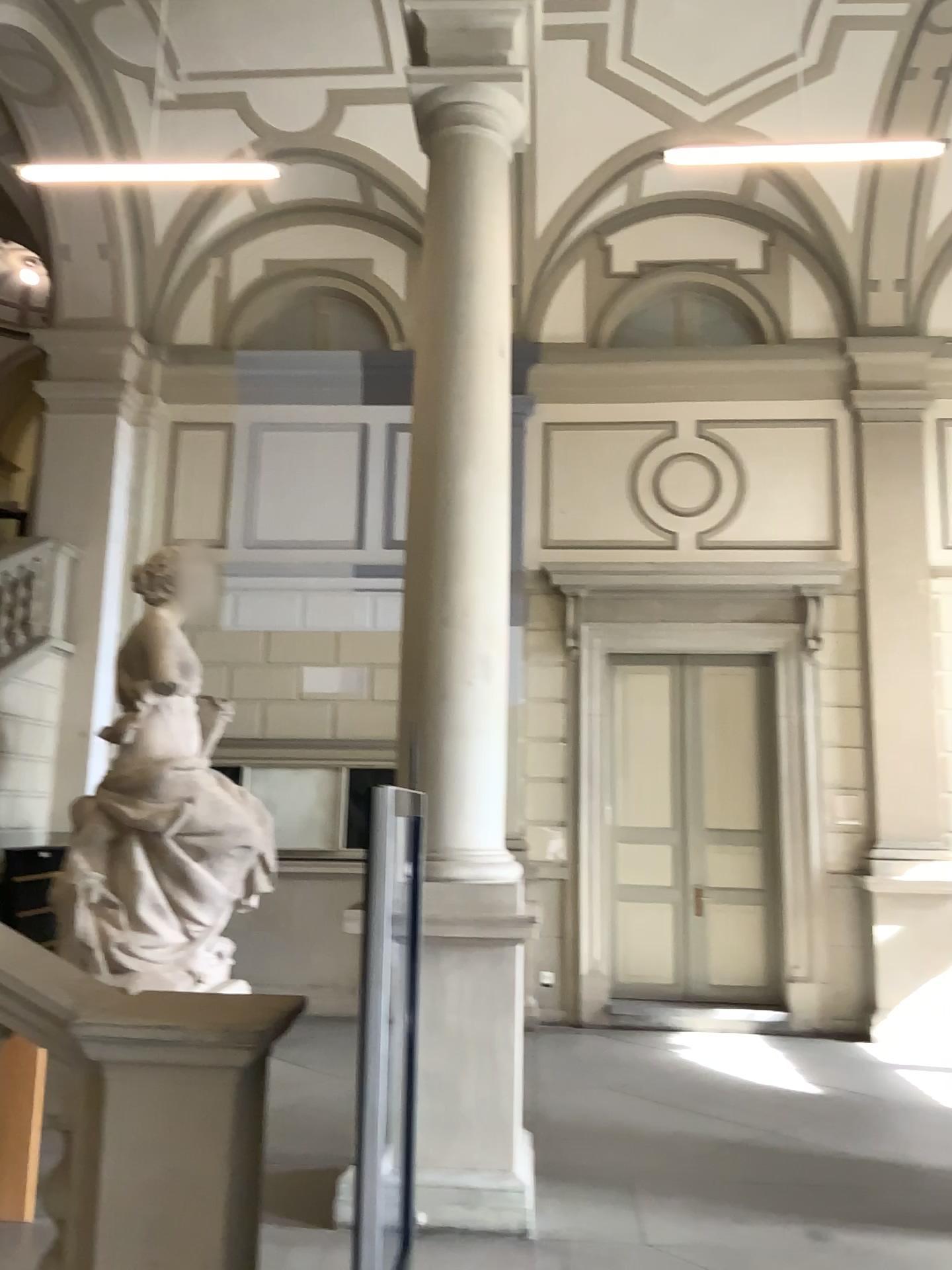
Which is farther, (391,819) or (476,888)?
(476,888)

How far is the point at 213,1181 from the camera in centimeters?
232cm

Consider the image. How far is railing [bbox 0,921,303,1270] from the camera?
2.3 meters
